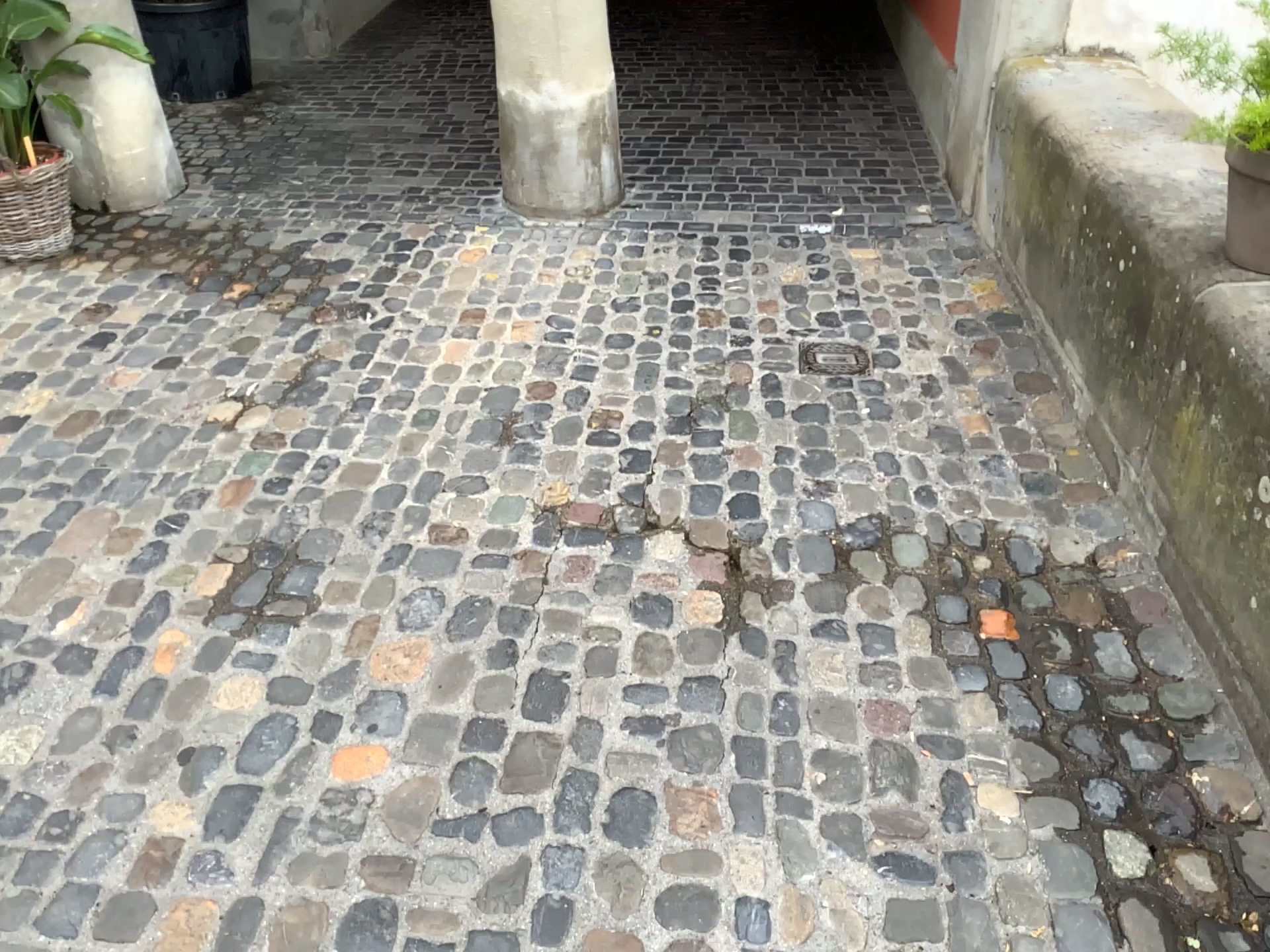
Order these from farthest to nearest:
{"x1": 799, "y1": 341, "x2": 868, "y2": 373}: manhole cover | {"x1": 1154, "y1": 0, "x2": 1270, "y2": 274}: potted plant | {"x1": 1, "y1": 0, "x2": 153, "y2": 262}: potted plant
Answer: {"x1": 1, "y1": 0, "x2": 153, "y2": 262}: potted plant < {"x1": 799, "y1": 341, "x2": 868, "y2": 373}: manhole cover < {"x1": 1154, "y1": 0, "x2": 1270, "y2": 274}: potted plant

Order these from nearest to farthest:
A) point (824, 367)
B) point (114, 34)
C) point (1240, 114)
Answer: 1. point (1240, 114)
2. point (824, 367)
3. point (114, 34)

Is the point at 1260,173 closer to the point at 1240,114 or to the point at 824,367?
the point at 1240,114

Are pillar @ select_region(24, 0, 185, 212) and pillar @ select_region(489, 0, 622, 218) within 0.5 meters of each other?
no

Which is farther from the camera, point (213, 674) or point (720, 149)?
point (720, 149)

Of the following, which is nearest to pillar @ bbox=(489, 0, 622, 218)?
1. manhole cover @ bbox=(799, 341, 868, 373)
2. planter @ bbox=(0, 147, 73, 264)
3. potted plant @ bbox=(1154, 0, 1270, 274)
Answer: manhole cover @ bbox=(799, 341, 868, 373)

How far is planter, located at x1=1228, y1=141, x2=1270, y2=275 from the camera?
1.9 meters

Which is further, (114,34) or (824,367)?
(114,34)

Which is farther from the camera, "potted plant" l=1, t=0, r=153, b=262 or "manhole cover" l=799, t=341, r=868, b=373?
"potted plant" l=1, t=0, r=153, b=262

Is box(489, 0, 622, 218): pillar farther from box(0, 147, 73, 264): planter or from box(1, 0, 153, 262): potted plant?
box(0, 147, 73, 264): planter
